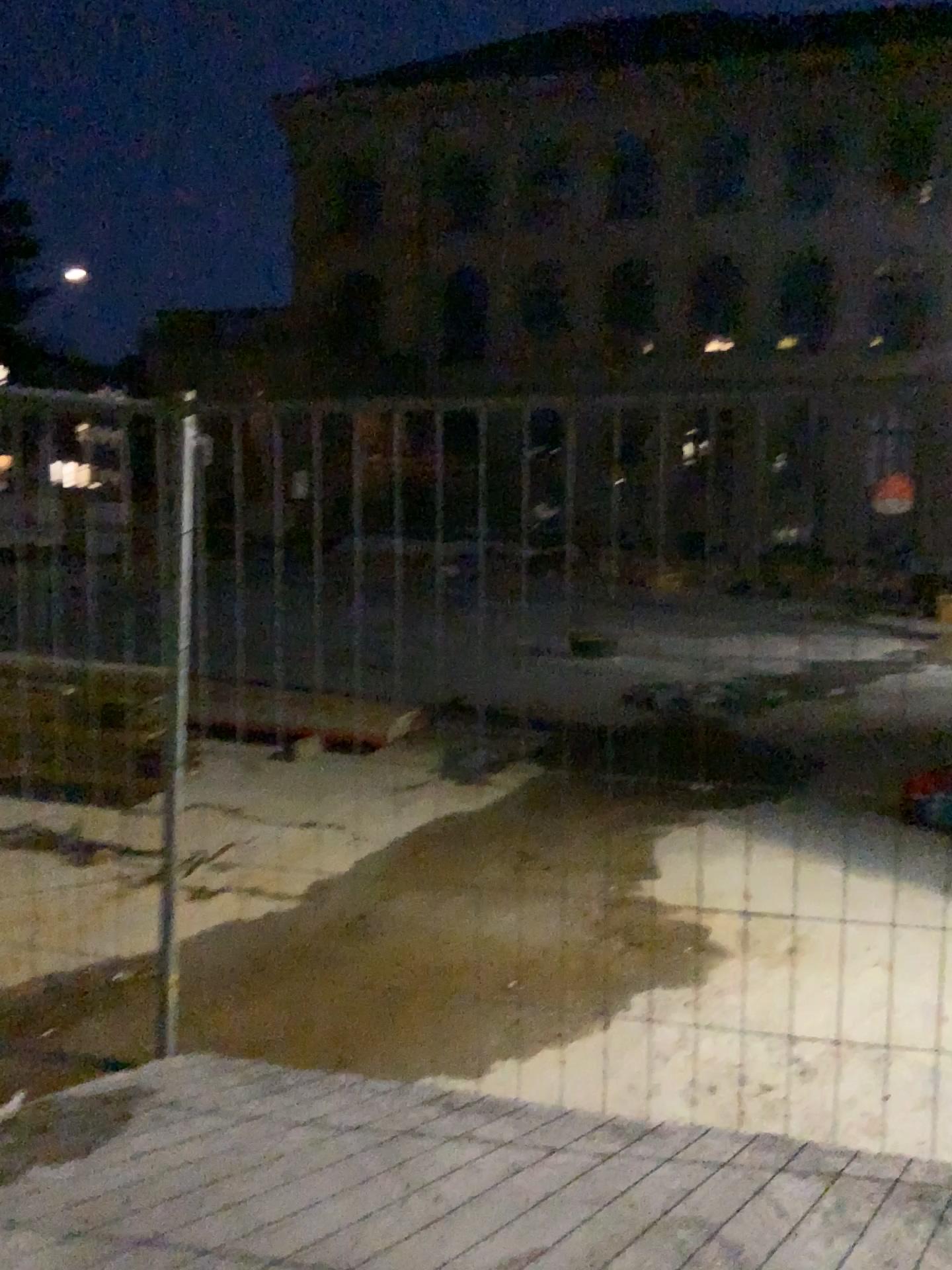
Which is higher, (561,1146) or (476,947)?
(561,1146)
